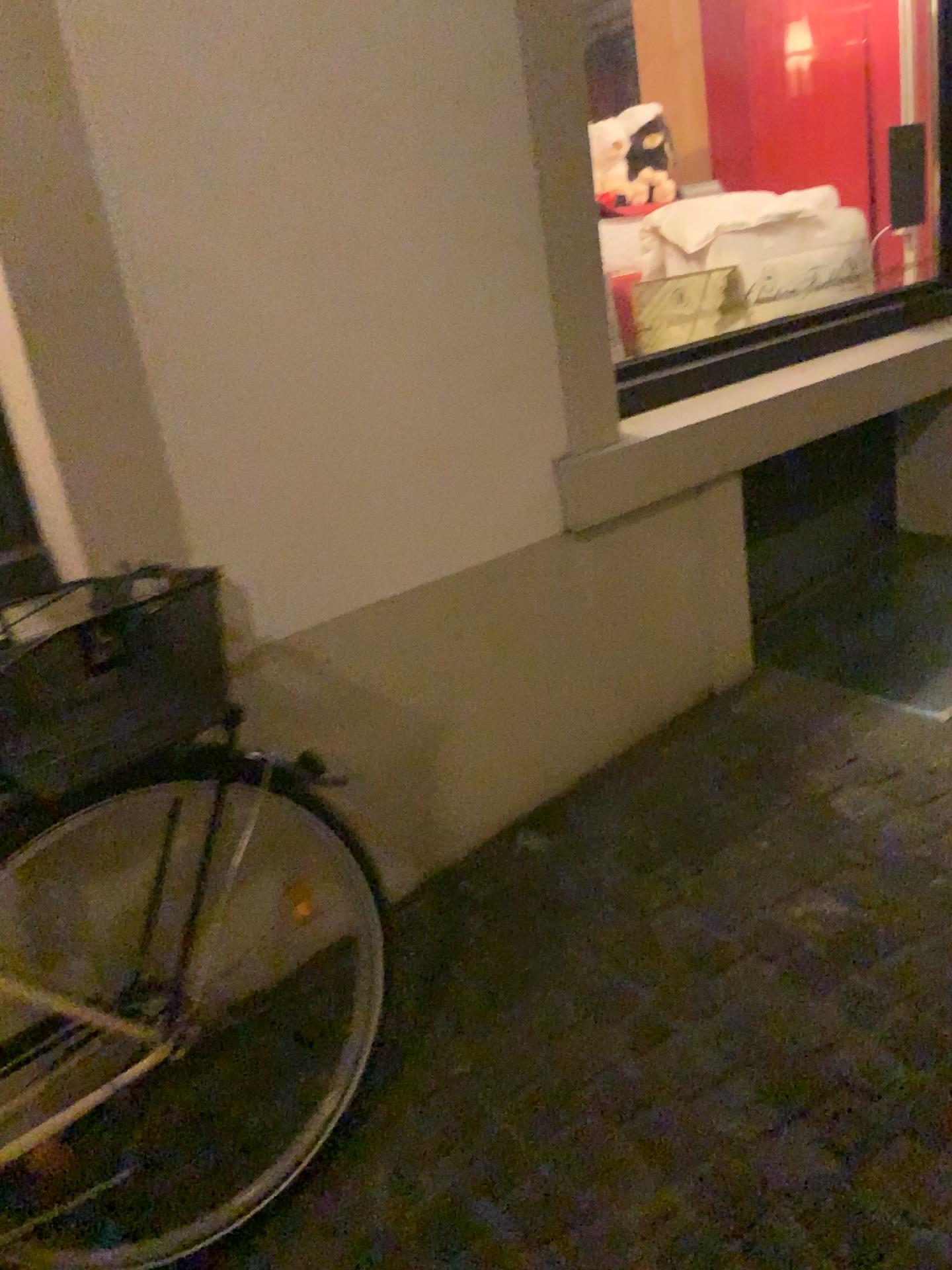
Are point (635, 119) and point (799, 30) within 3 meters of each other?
yes

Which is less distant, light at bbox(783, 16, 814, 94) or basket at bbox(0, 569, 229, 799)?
basket at bbox(0, 569, 229, 799)

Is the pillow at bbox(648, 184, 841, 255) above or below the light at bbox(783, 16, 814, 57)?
below

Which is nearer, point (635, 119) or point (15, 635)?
point (15, 635)

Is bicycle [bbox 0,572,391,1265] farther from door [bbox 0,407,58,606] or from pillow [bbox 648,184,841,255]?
pillow [bbox 648,184,841,255]

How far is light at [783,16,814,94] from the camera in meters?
3.6

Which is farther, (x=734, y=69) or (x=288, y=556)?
(x=734, y=69)

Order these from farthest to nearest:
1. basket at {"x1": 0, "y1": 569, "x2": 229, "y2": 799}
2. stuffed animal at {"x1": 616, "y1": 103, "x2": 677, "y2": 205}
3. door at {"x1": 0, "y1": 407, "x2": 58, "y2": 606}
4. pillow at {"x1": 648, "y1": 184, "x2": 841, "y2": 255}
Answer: stuffed animal at {"x1": 616, "y1": 103, "x2": 677, "y2": 205} < pillow at {"x1": 648, "y1": 184, "x2": 841, "y2": 255} < door at {"x1": 0, "y1": 407, "x2": 58, "y2": 606} < basket at {"x1": 0, "y1": 569, "x2": 229, "y2": 799}

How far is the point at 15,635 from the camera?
1.10m

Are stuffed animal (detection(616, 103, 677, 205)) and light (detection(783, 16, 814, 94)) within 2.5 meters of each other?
yes
